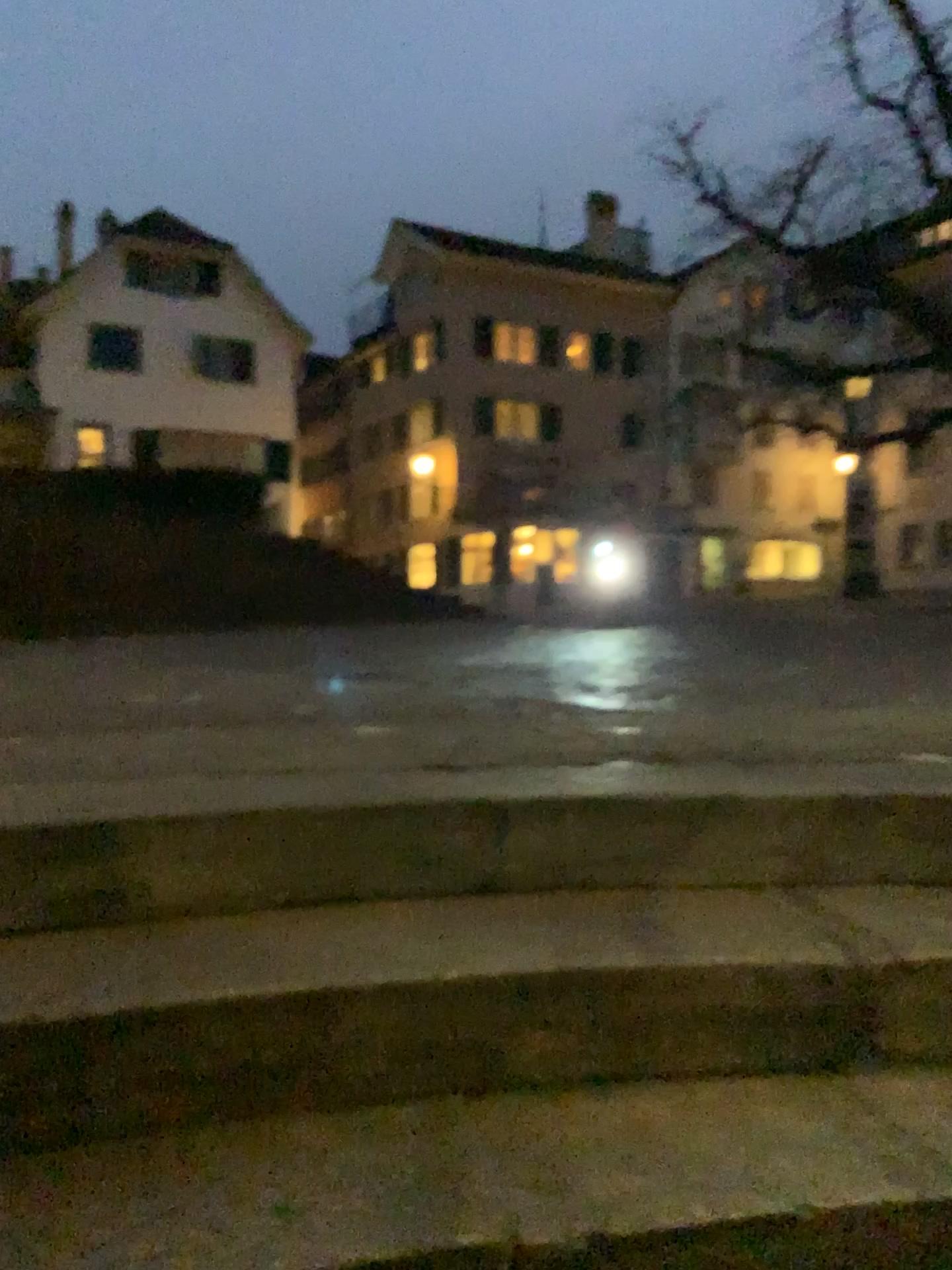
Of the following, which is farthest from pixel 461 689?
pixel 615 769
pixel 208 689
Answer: pixel 615 769
